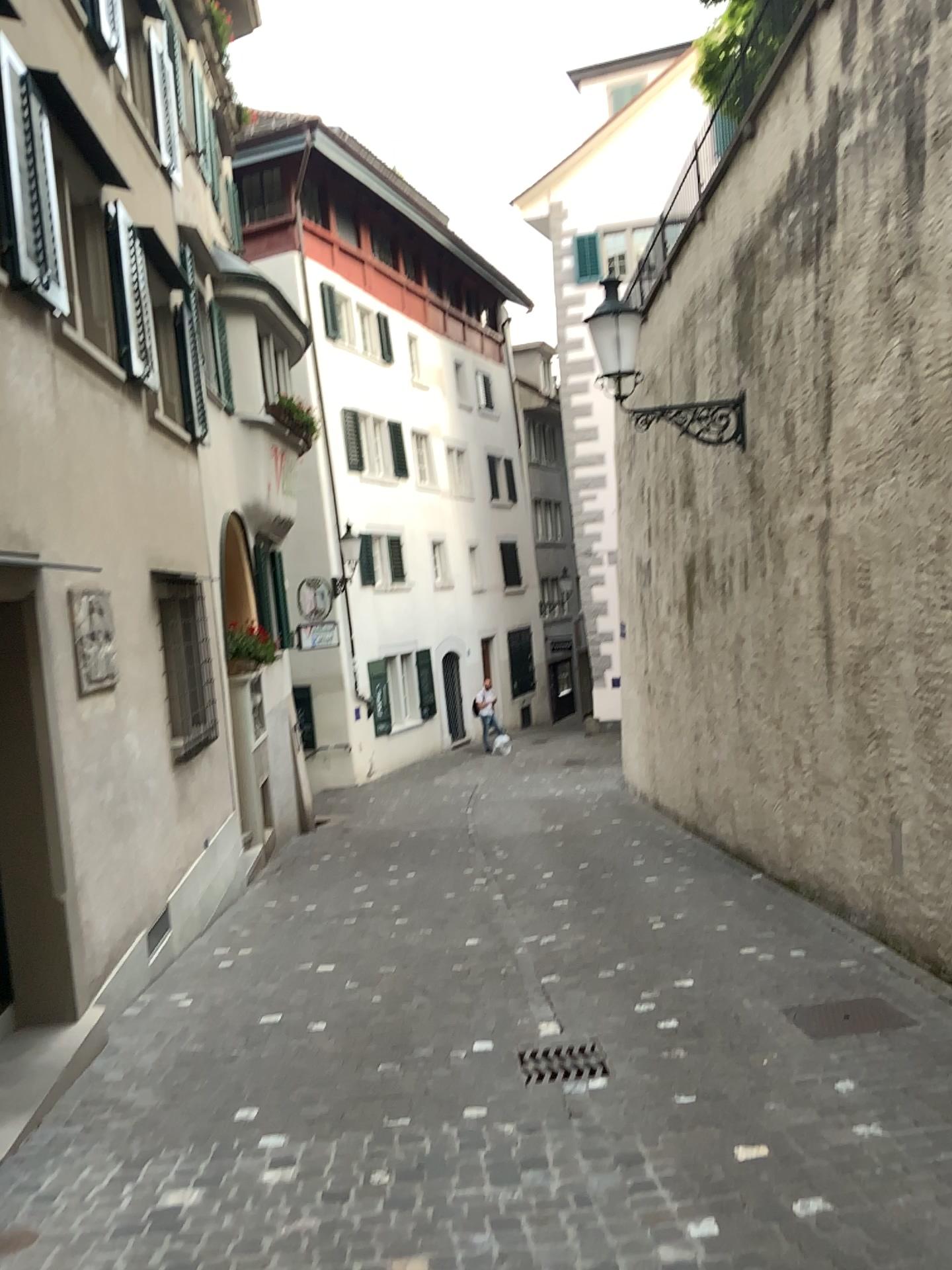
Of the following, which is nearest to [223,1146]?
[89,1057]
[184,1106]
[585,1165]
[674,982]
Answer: [184,1106]

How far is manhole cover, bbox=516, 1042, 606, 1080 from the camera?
4.4m

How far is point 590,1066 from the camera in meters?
4.4 m
